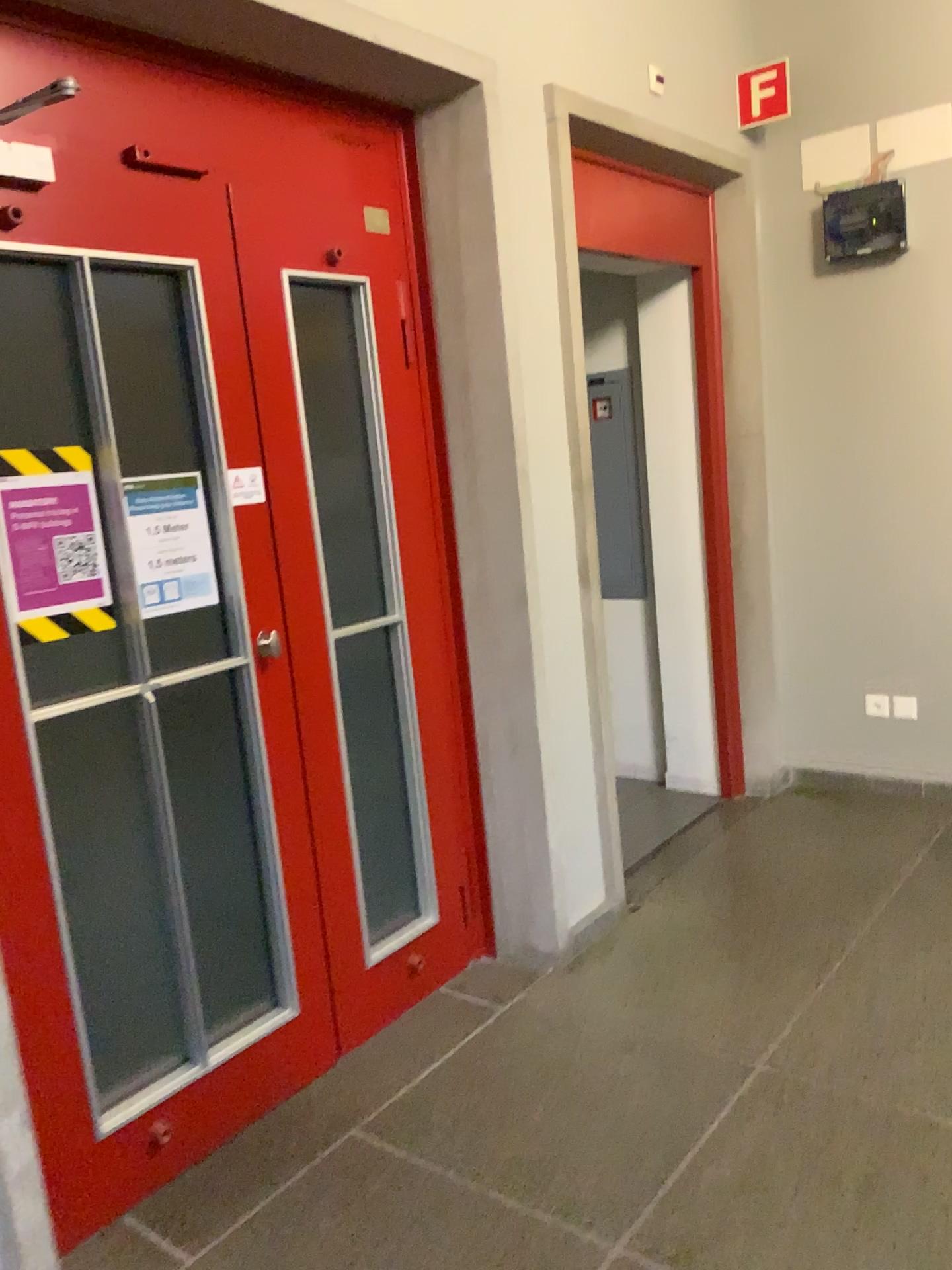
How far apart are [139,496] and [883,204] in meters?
2.9

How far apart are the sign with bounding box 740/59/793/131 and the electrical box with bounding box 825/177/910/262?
0.4 meters

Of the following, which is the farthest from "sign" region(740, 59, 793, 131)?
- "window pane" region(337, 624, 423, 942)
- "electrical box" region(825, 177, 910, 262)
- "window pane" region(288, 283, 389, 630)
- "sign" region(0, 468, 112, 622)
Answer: "sign" region(0, 468, 112, 622)

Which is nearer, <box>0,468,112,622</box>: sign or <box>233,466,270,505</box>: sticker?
<box>0,468,112,622</box>: sign

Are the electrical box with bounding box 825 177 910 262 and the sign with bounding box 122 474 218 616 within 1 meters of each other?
no

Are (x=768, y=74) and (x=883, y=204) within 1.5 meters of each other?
yes

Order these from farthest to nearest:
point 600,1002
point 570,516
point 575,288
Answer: point 575,288 → point 570,516 → point 600,1002

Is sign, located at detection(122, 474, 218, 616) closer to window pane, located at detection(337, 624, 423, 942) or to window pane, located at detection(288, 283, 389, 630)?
window pane, located at detection(288, 283, 389, 630)

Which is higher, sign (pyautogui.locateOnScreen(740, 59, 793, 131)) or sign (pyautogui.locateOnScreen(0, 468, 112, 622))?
sign (pyautogui.locateOnScreen(740, 59, 793, 131))

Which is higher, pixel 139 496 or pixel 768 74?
pixel 768 74
